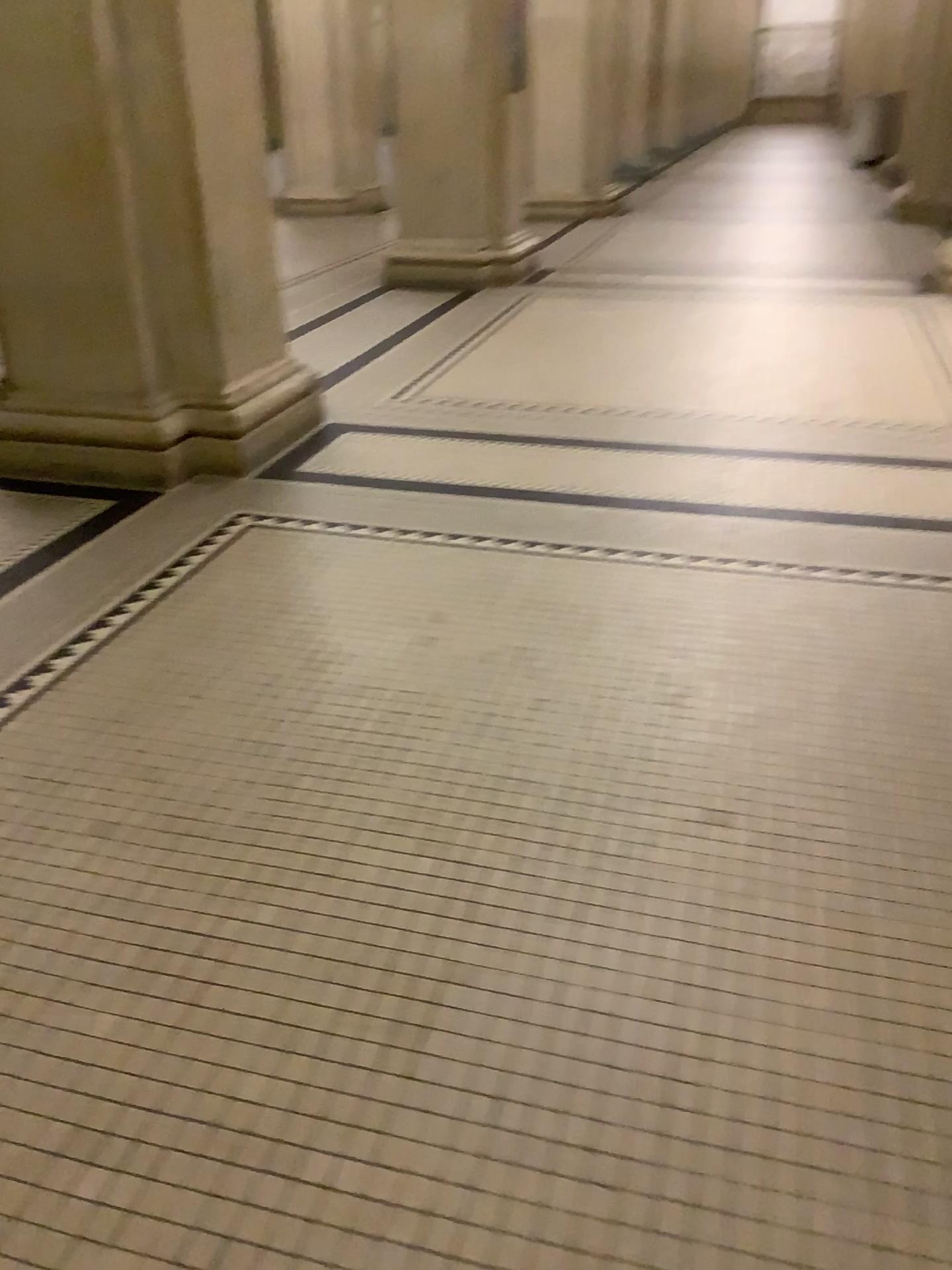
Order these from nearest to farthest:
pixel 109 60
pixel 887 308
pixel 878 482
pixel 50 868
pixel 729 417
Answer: pixel 50 868
pixel 109 60
pixel 878 482
pixel 729 417
pixel 887 308

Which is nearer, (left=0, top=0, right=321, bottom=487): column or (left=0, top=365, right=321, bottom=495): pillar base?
(left=0, top=0, right=321, bottom=487): column

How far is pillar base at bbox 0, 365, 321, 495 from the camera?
3.6m

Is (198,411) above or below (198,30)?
below

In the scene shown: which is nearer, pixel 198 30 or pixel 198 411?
pixel 198 30

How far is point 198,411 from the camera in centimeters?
360cm
